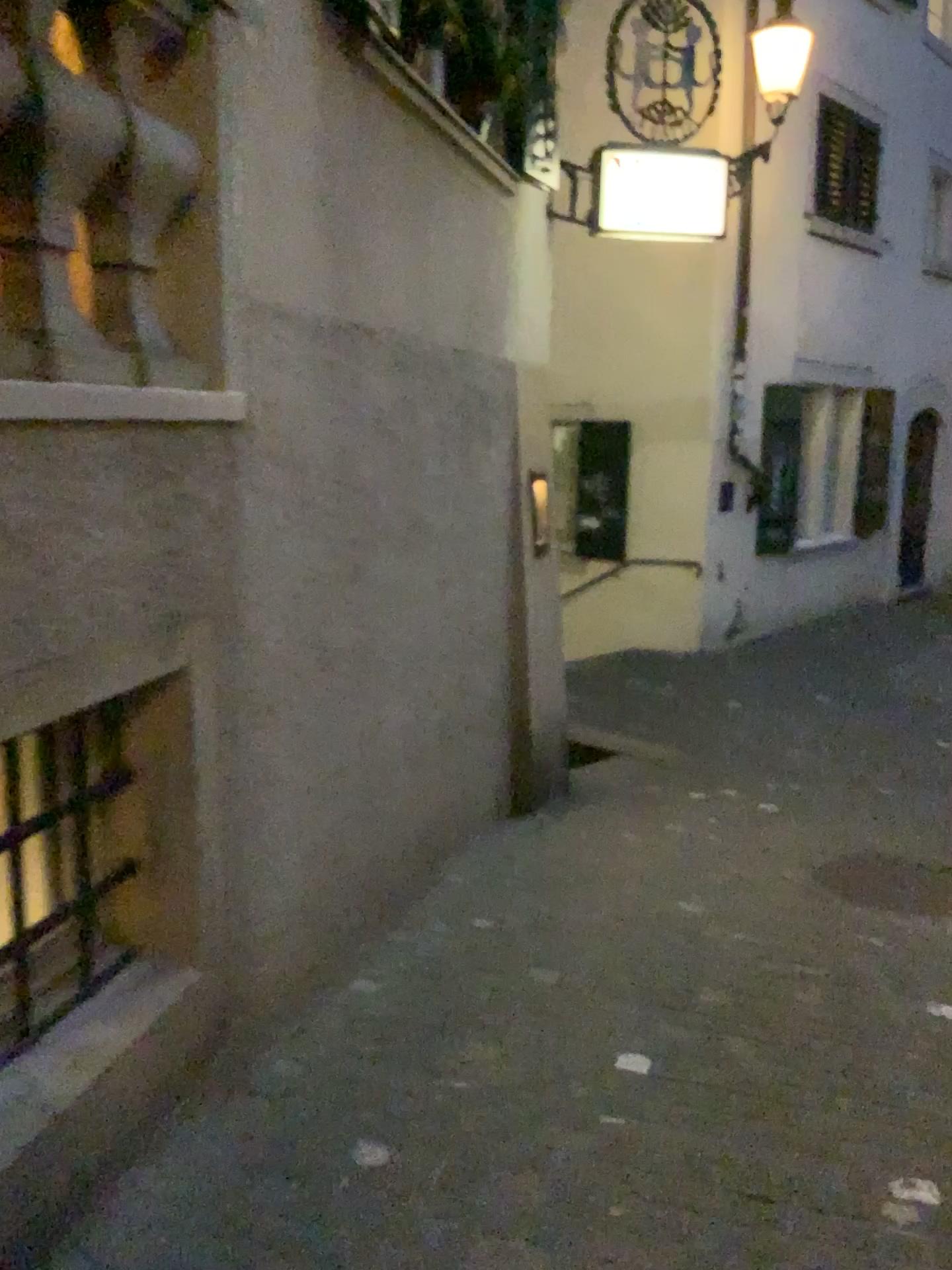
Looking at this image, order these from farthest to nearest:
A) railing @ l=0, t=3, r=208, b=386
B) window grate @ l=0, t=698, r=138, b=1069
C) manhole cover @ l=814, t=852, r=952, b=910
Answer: manhole cover @ l=814, t=852, r=952, b=910
window grate @ l=0, t=698, r=138, b=1069
railing @ l=0, t=3, r=208, b=386

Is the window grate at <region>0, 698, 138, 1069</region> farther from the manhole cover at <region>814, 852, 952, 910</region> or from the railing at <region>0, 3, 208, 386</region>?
the manhole cover at <region>814, 852, 952, 910</region>

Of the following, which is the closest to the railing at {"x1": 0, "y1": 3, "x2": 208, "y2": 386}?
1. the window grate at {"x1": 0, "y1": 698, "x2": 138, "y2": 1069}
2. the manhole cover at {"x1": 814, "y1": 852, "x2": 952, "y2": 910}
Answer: the window grate at {"x1": 0, "y1": 698, "x2": 138, "y2": 1069}

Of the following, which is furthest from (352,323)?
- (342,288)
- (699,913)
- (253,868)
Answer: (699,913)

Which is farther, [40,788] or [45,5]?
[40,788]

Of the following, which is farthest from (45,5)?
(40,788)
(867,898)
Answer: (867,898)

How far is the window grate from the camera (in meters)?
2.05

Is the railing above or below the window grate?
above

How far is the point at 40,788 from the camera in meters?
2.1

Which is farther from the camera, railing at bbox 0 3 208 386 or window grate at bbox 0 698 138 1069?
window grate at bbox 0 698 138 1069
